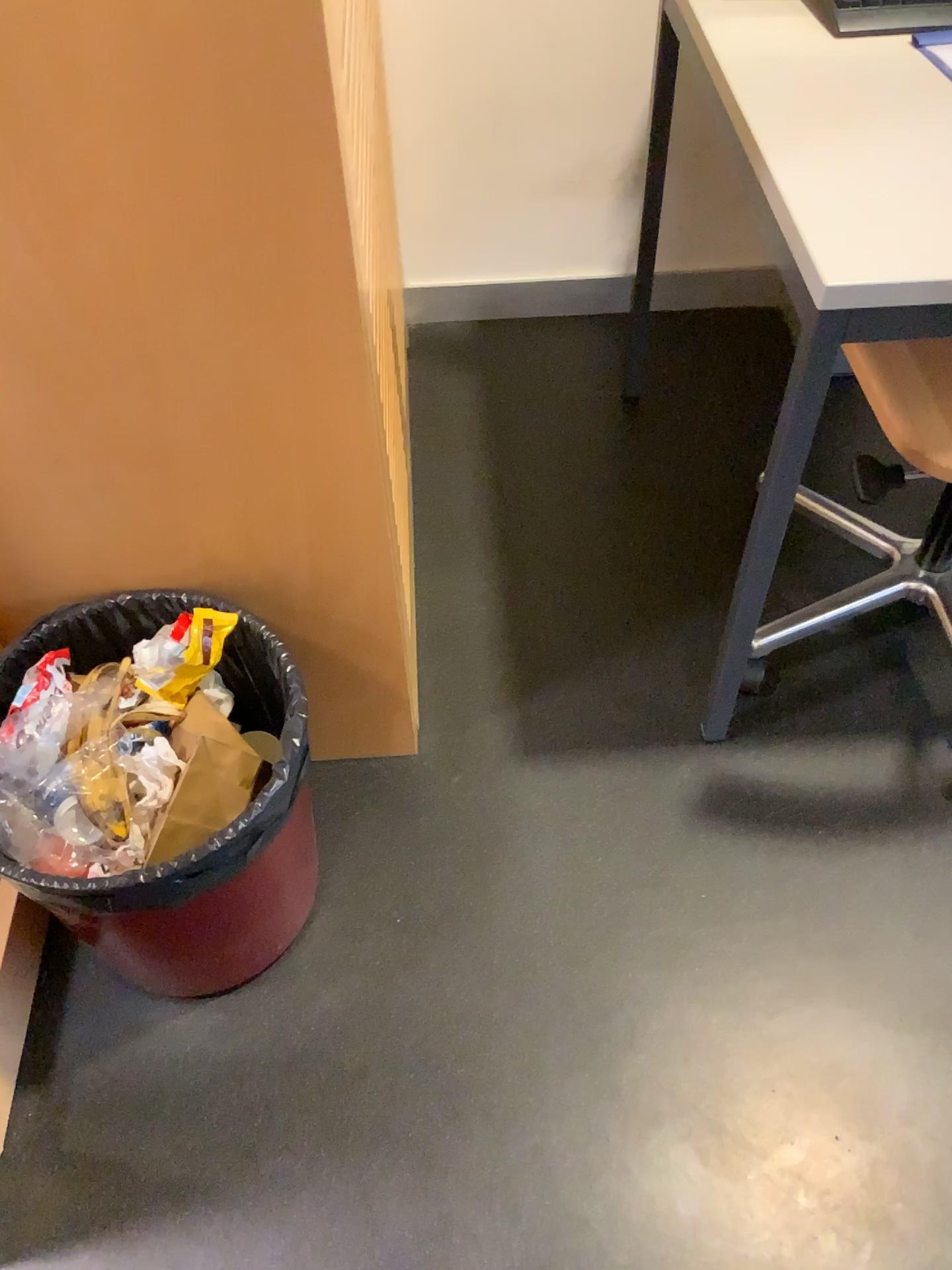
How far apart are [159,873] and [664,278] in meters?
1.6 m

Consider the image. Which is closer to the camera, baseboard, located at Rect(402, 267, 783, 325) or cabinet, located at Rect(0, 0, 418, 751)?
cabinet, located at Rect(0, 0, 418, 751)

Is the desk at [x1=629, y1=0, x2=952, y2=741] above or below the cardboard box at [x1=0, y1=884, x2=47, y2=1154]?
above

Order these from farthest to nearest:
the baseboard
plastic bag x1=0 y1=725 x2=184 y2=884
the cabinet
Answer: the baseboard < plastic bag x1=0 y1=725 x2=184 y2=884 < the cabinet

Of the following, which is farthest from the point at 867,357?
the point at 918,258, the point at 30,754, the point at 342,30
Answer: the point at 30,754

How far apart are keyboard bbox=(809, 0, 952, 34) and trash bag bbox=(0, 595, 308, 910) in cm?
98

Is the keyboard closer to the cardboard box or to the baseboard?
the baseboard

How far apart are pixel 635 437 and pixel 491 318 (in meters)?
0.44

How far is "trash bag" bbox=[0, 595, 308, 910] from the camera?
1.01m

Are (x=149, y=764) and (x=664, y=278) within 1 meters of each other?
no
